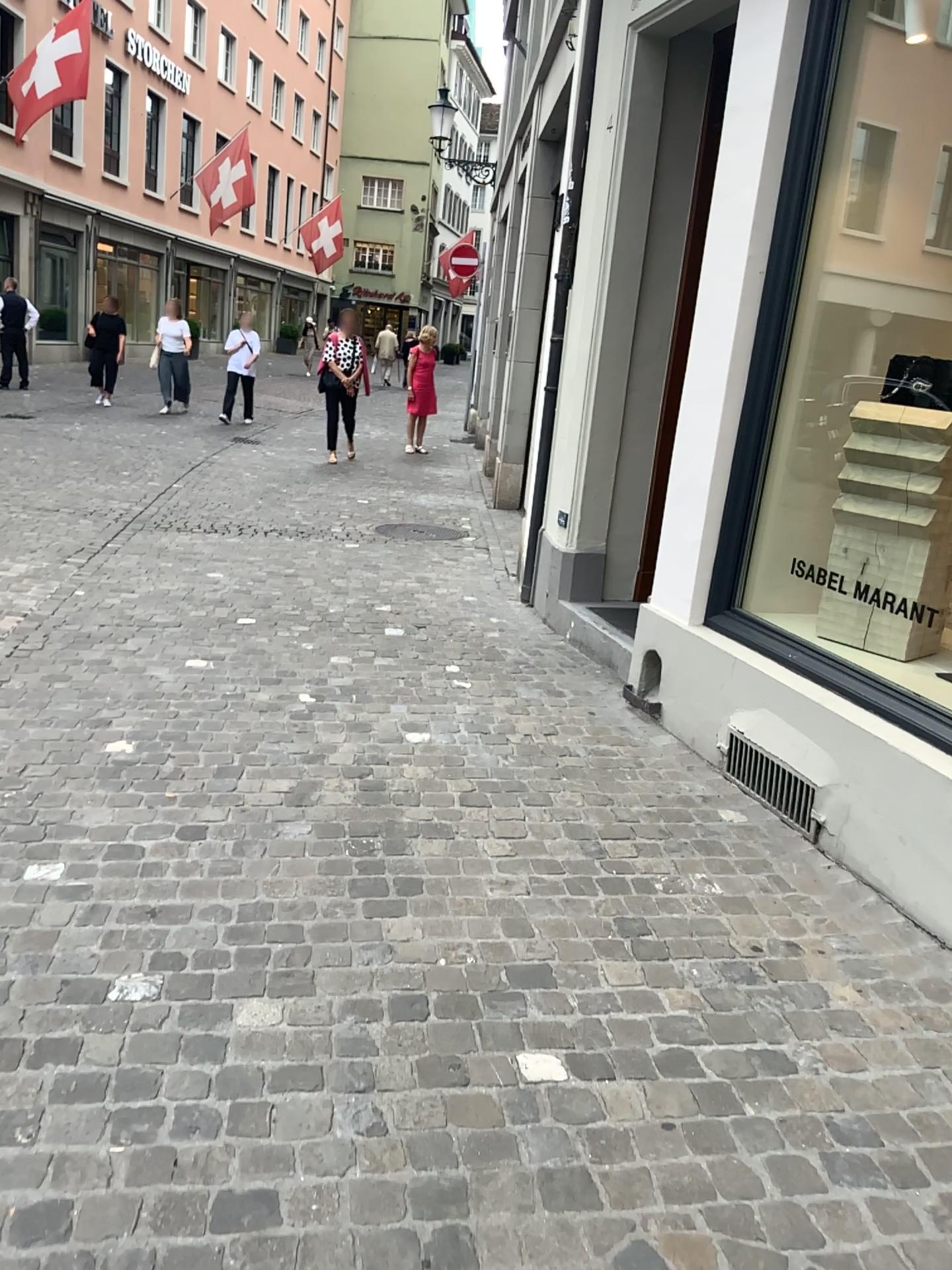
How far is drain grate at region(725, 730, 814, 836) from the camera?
3.3m

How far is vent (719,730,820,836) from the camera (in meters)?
3.26

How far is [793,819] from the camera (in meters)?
3.26

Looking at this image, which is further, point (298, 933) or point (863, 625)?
point (863, 625)

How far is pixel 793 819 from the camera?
3.3m
